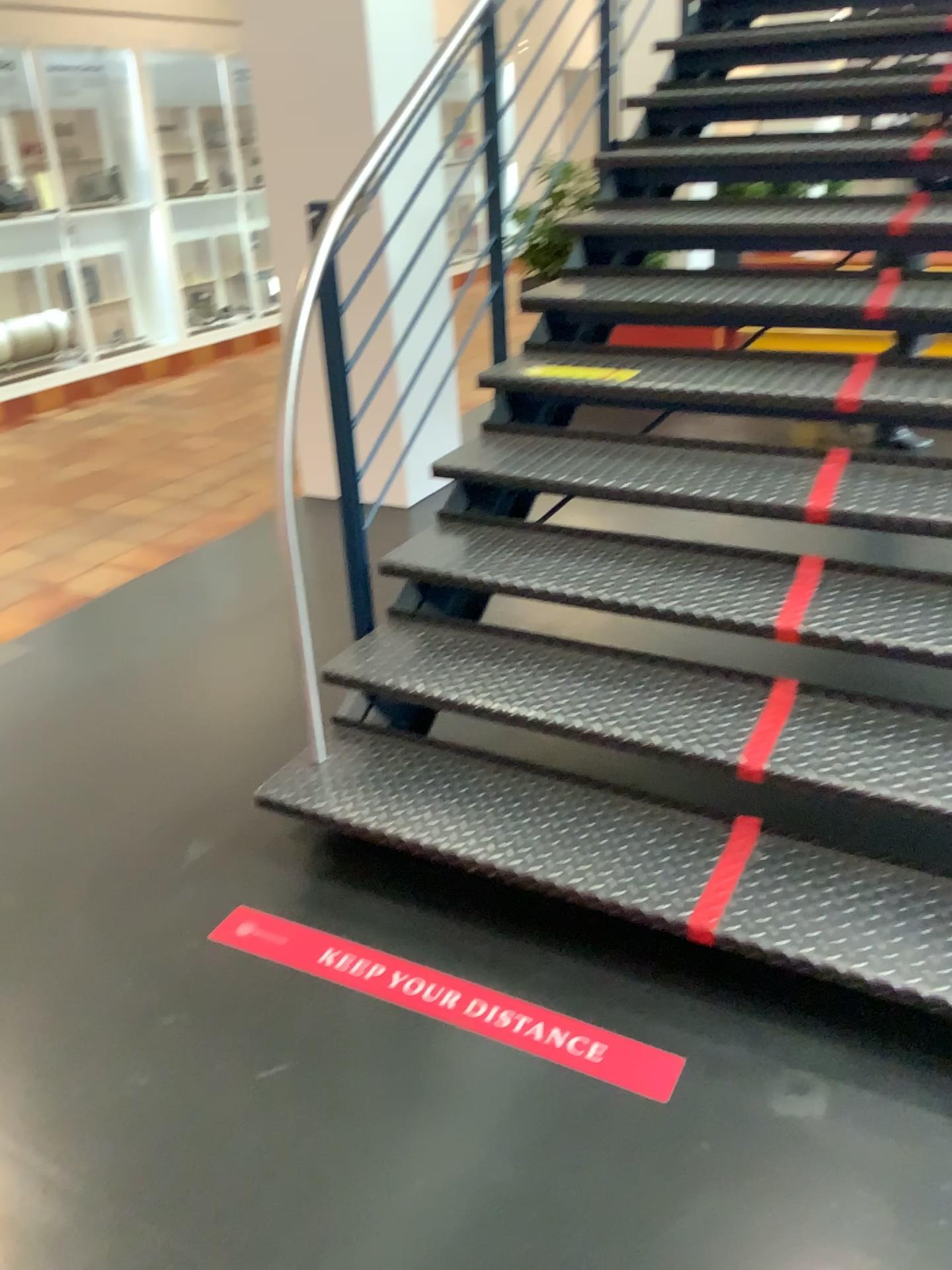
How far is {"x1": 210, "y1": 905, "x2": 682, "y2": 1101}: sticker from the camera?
1.80m

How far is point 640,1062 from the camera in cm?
180

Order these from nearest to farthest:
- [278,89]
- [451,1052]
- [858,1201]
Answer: [858,1201]
[451,1052]
[278,89]
